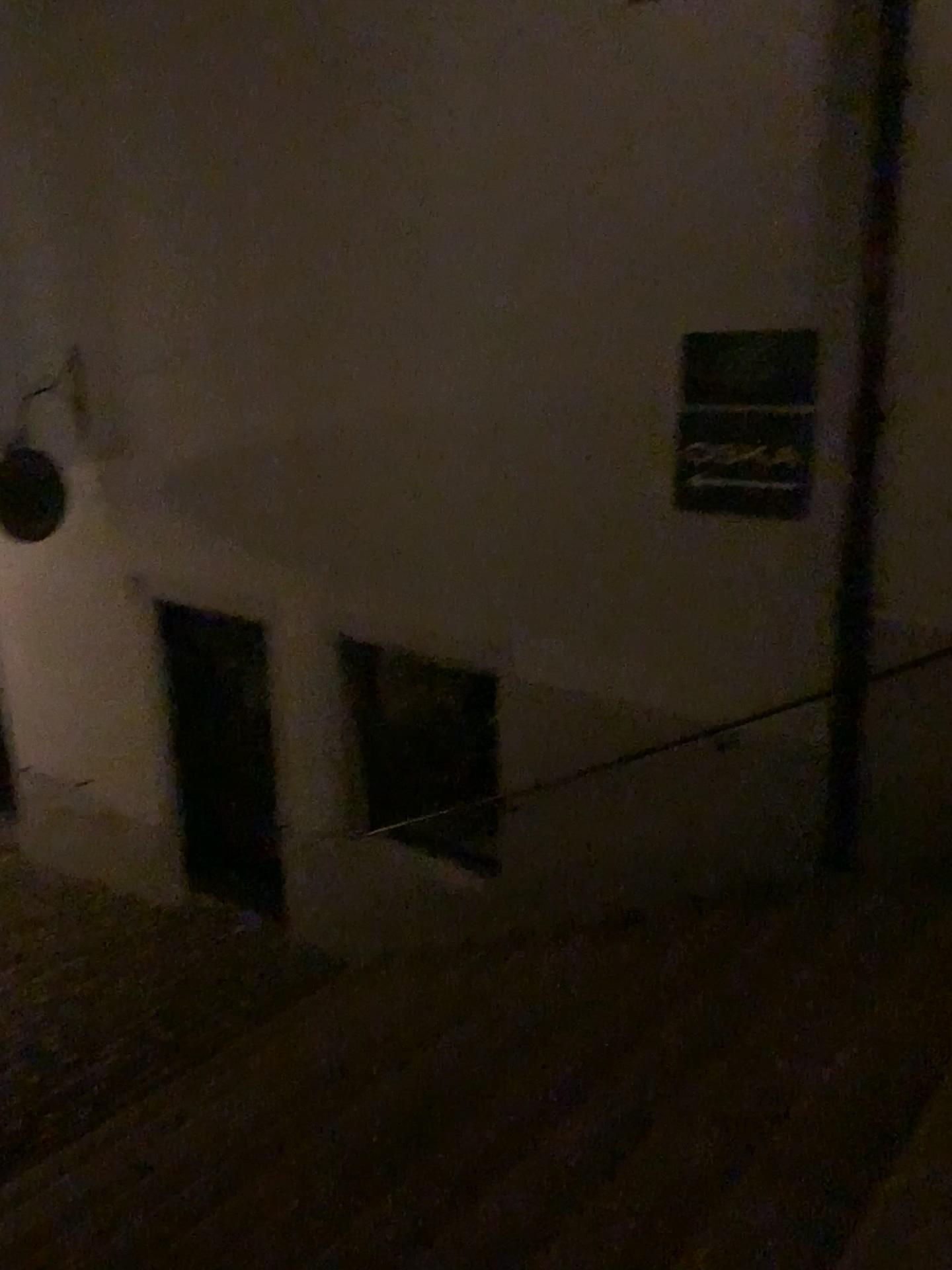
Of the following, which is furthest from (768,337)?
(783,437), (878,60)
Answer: (878,60)

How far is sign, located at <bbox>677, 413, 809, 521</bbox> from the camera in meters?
4.0 m

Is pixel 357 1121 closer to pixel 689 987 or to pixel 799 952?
pixel 689 987

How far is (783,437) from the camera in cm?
402

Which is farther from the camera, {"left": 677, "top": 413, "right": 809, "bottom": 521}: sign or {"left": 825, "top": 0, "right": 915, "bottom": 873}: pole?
{"left": 677, "top": 413, "right": 809, "bottom": 521}: sign

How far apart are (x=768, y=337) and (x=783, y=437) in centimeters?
38cm

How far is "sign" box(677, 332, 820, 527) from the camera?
4.0m
